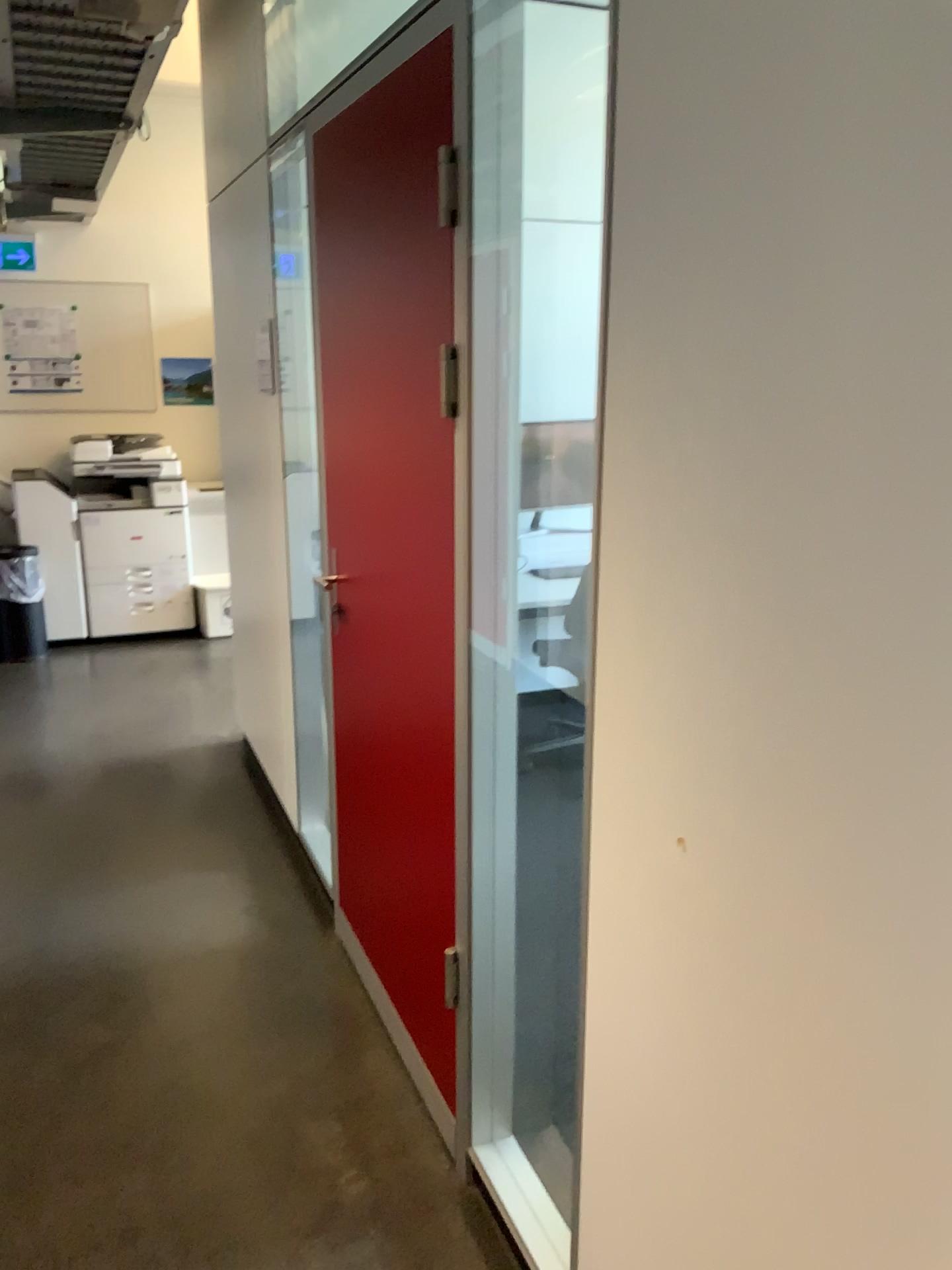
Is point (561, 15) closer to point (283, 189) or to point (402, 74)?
point (402, 74)

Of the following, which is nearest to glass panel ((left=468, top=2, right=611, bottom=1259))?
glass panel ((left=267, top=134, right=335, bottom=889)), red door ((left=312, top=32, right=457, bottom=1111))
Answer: red door ((left=312, top=32, right=457, bottom=1111))

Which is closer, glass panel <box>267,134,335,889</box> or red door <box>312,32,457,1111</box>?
red door <box>312,32,457,1111</box>

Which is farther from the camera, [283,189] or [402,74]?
[283,189]

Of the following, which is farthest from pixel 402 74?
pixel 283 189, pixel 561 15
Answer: pixel 283 189

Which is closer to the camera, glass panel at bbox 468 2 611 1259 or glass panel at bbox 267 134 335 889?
glass panel at bbox 468 2 611 1259

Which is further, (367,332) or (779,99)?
(367,332)

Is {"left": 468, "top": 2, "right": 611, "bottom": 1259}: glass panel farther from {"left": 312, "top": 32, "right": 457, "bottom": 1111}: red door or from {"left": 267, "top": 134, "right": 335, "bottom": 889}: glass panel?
{"left": 267, "top": 134, "right": 335, "bottom": 889}: glass panel
